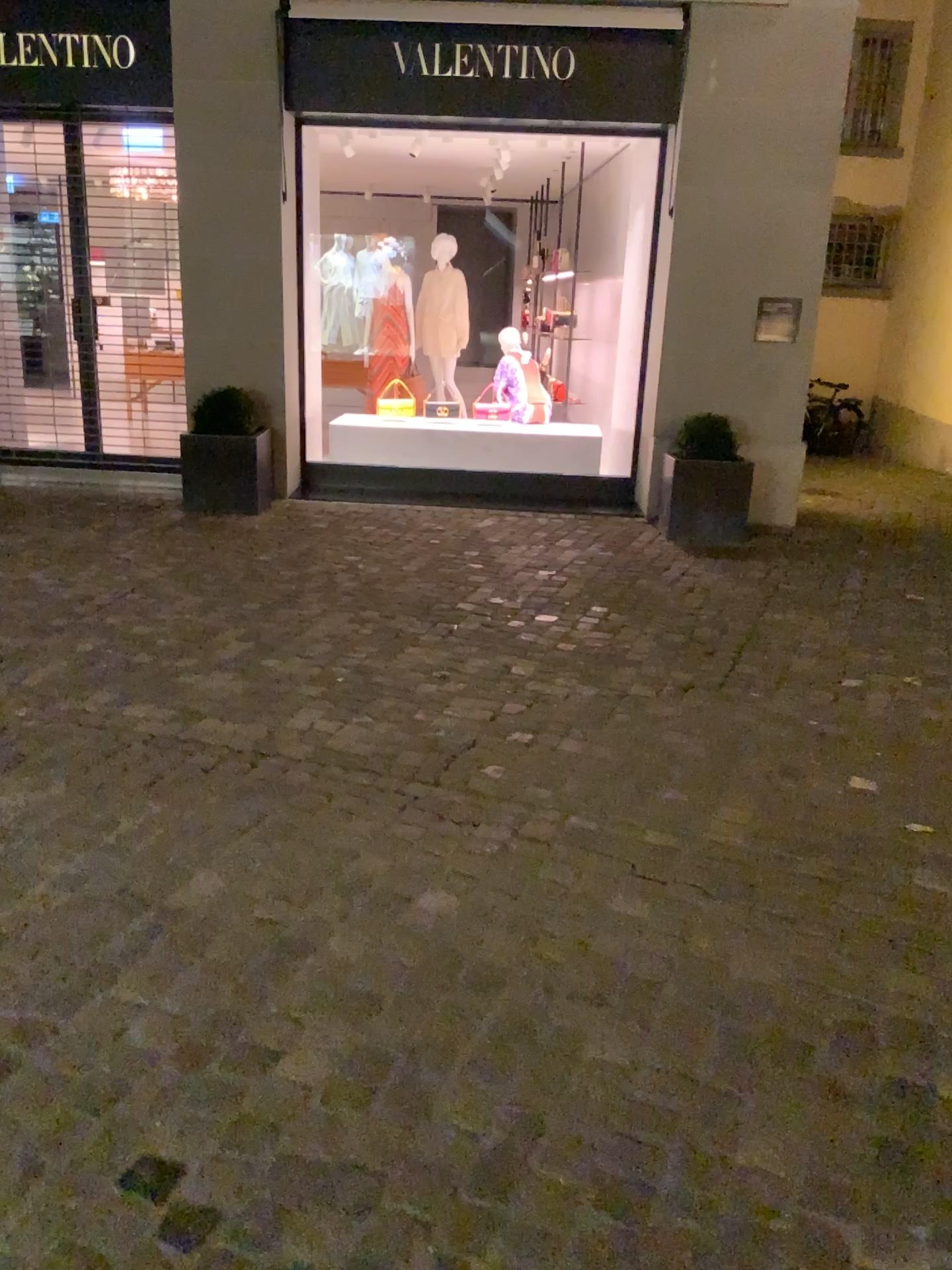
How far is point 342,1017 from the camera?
2.1m
